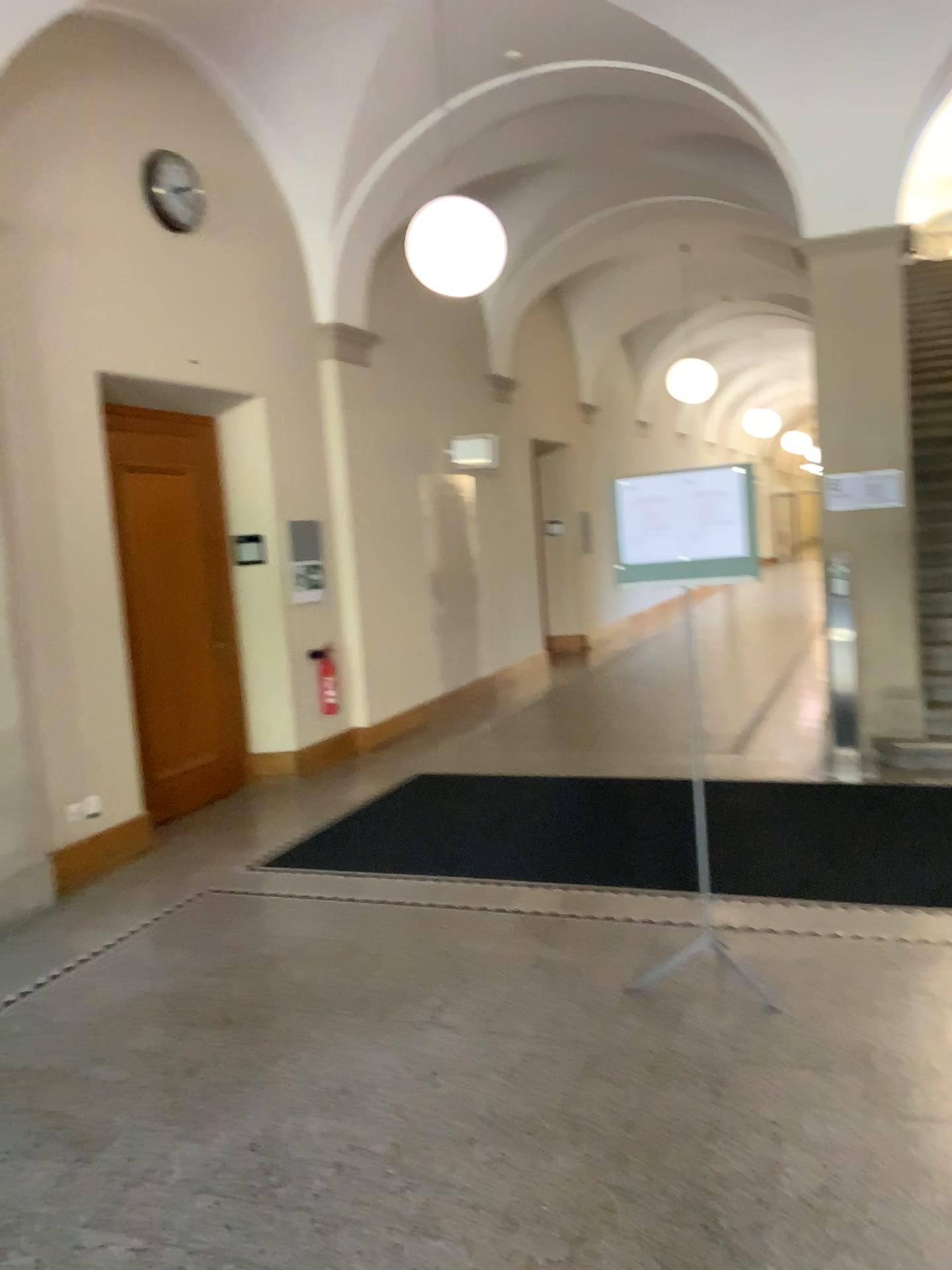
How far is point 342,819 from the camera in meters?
6.0
